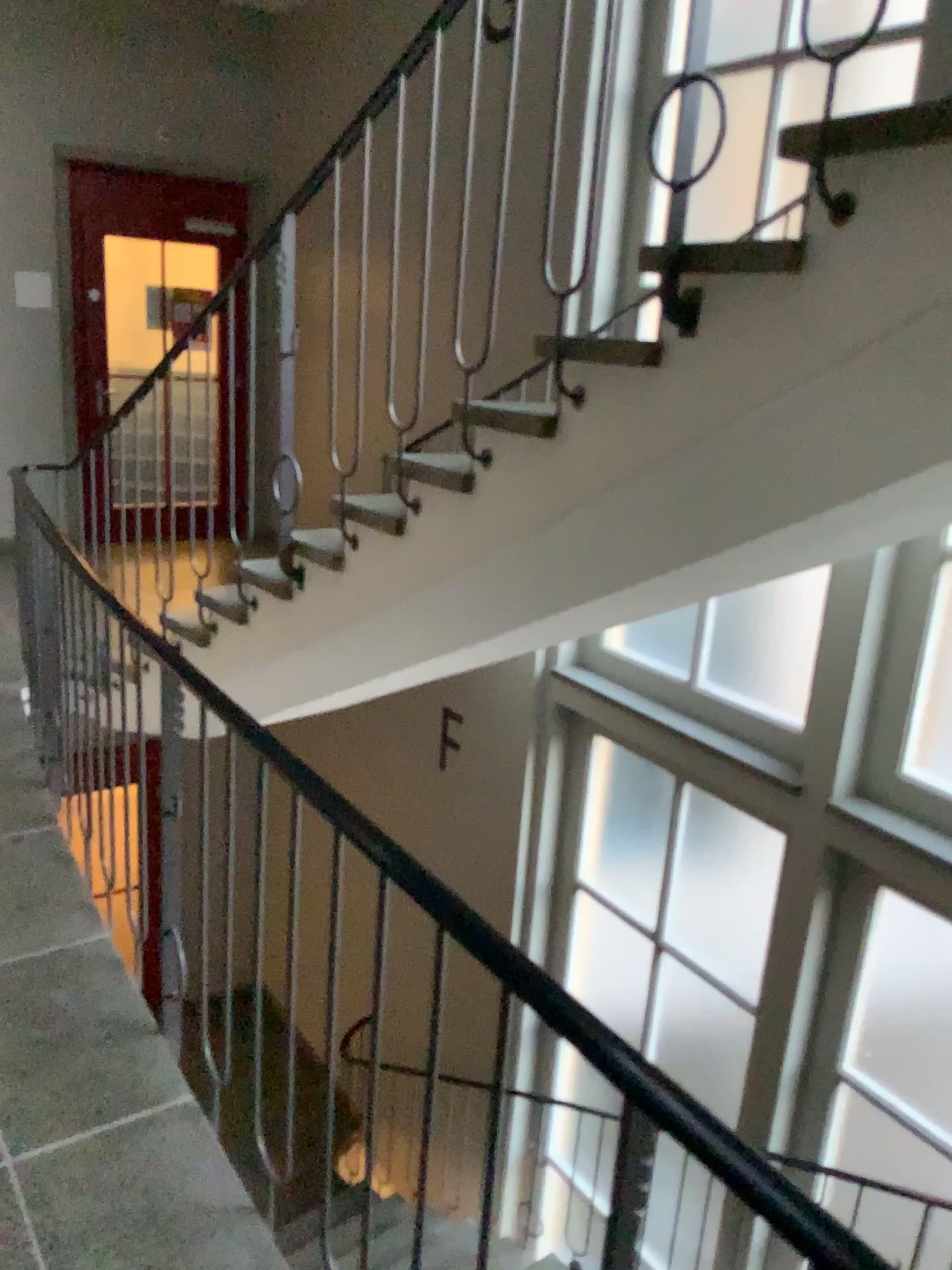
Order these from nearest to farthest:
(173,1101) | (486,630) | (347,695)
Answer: (173,1101) → (486,630) → (347,695)
